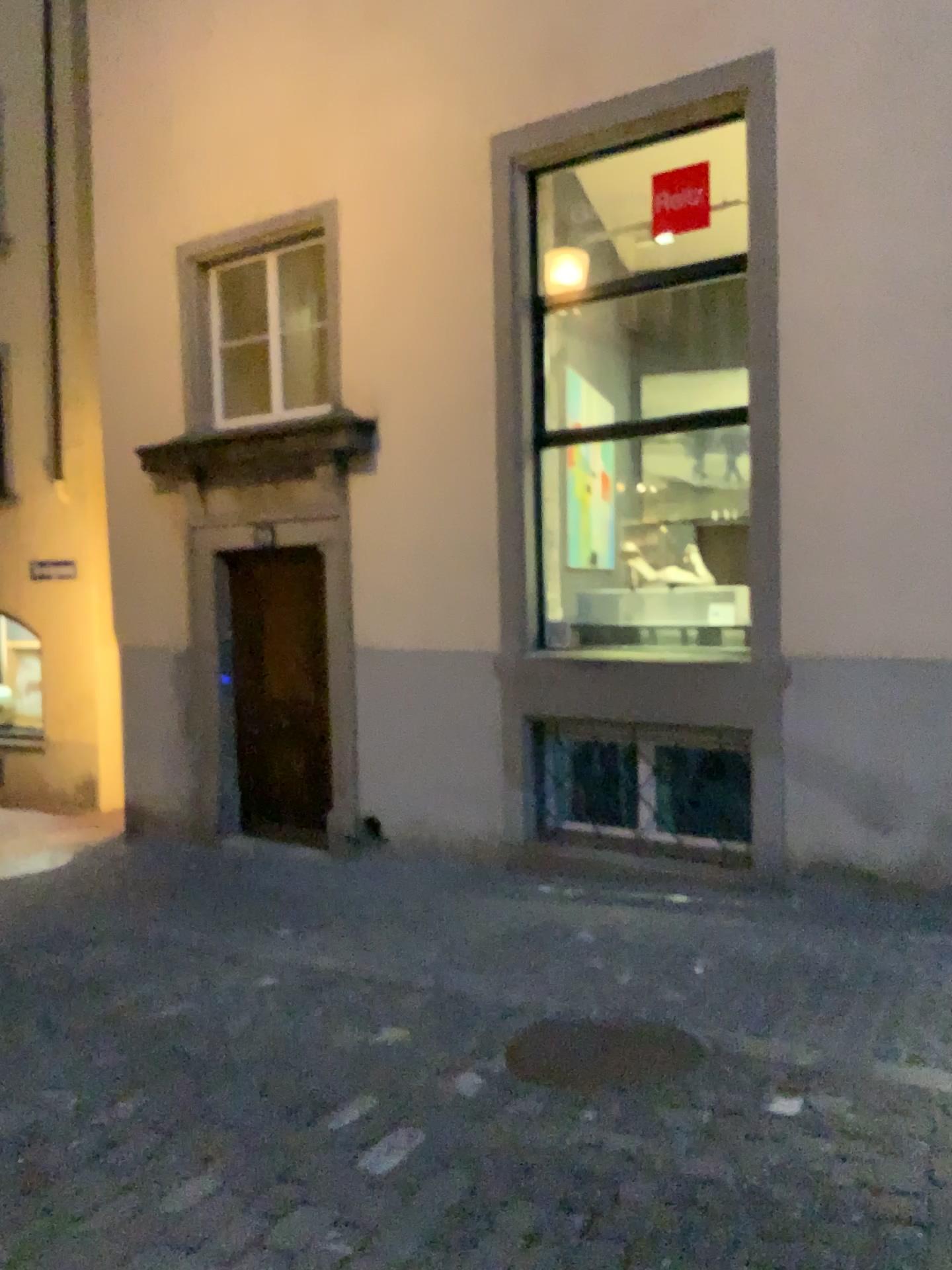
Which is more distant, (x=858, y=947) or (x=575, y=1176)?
(x=858, y=947)
